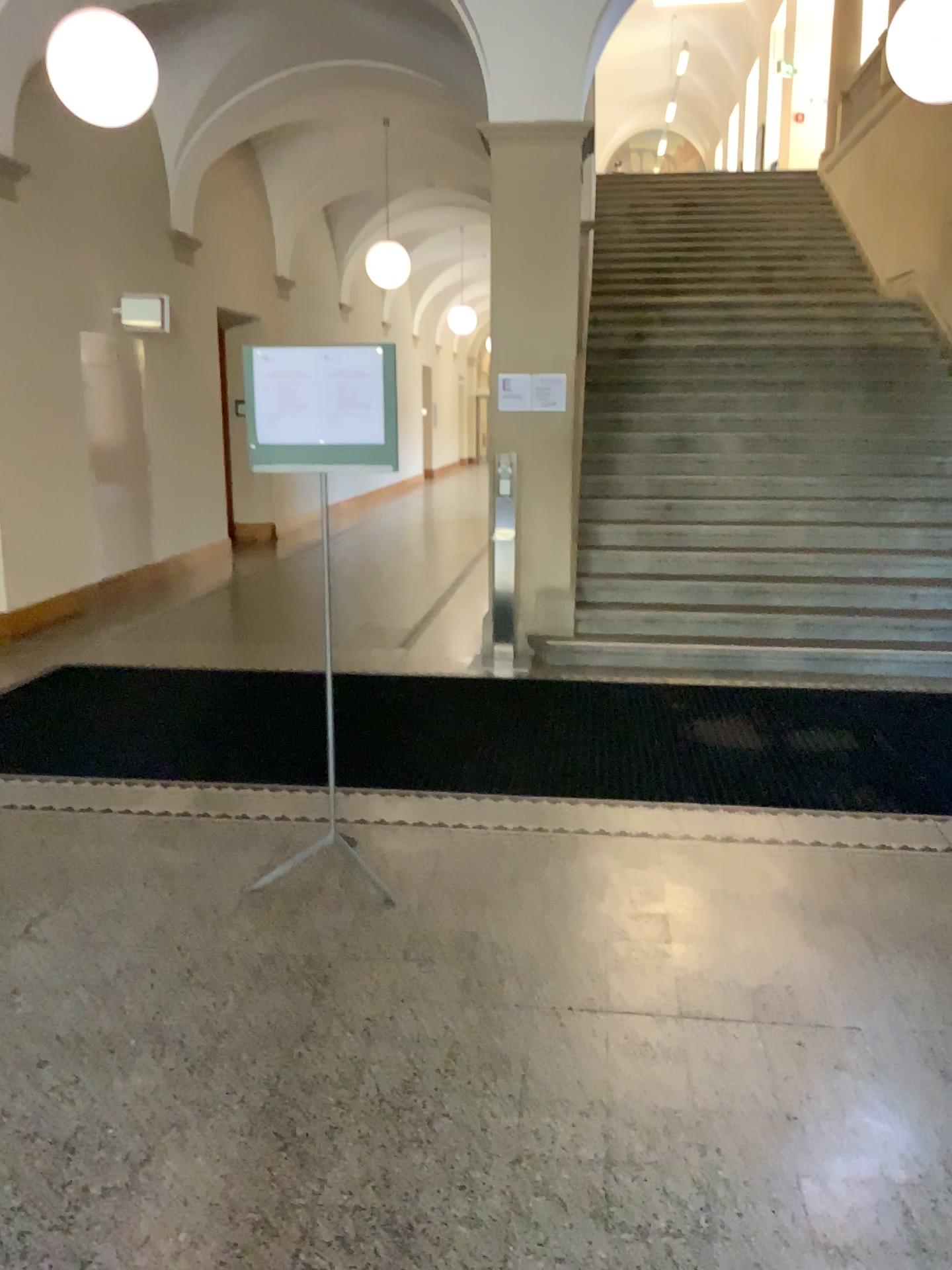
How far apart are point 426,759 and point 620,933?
1.63m
